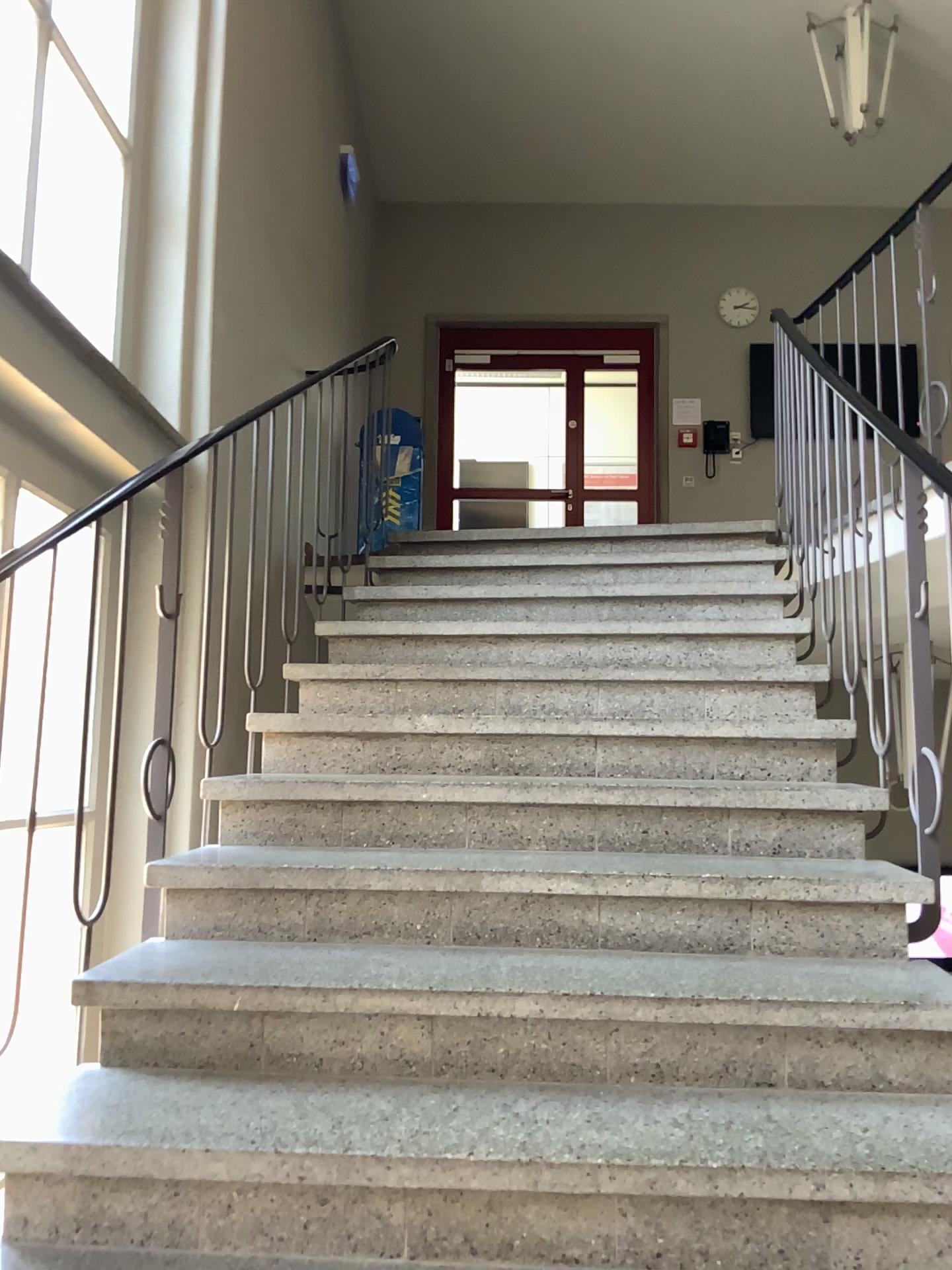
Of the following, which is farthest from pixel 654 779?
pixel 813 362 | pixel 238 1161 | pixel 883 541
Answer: pixel 813 362
